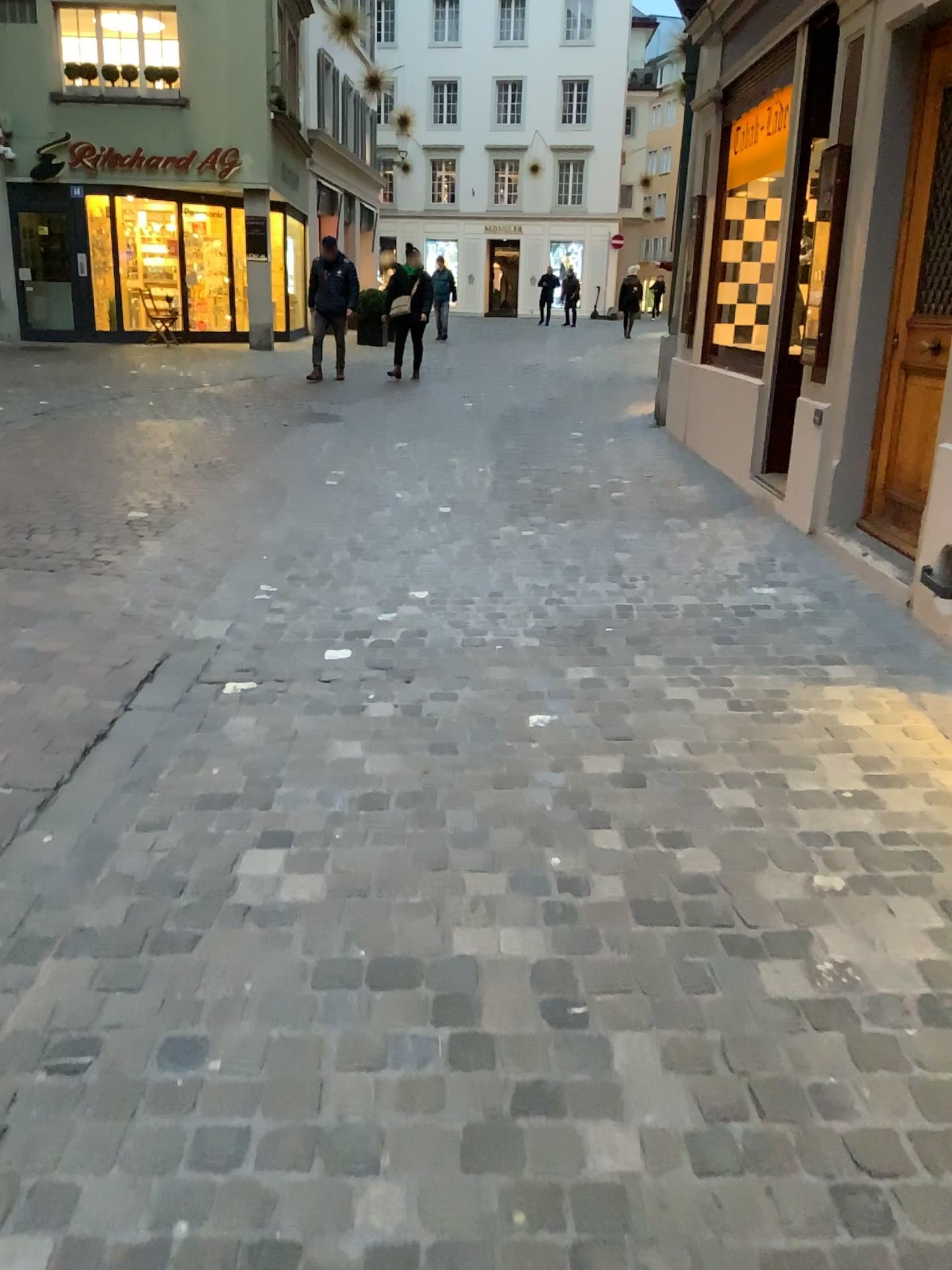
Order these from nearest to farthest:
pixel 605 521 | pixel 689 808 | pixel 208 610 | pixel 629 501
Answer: pixel 689 808, pixel 208 610, pixel 605 521, pixel 629 501
